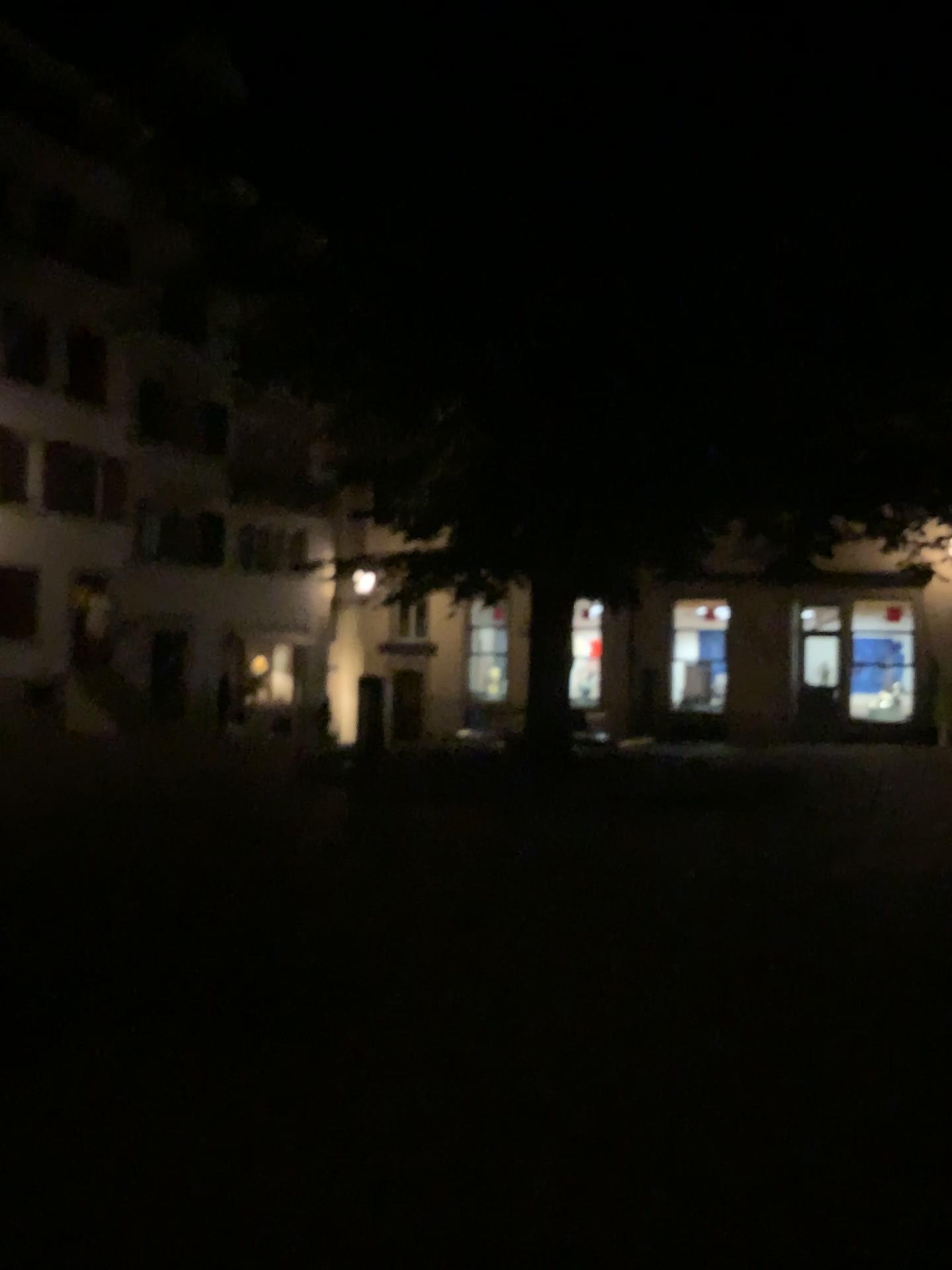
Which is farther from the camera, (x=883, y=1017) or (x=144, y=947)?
(x=144, y=947)
